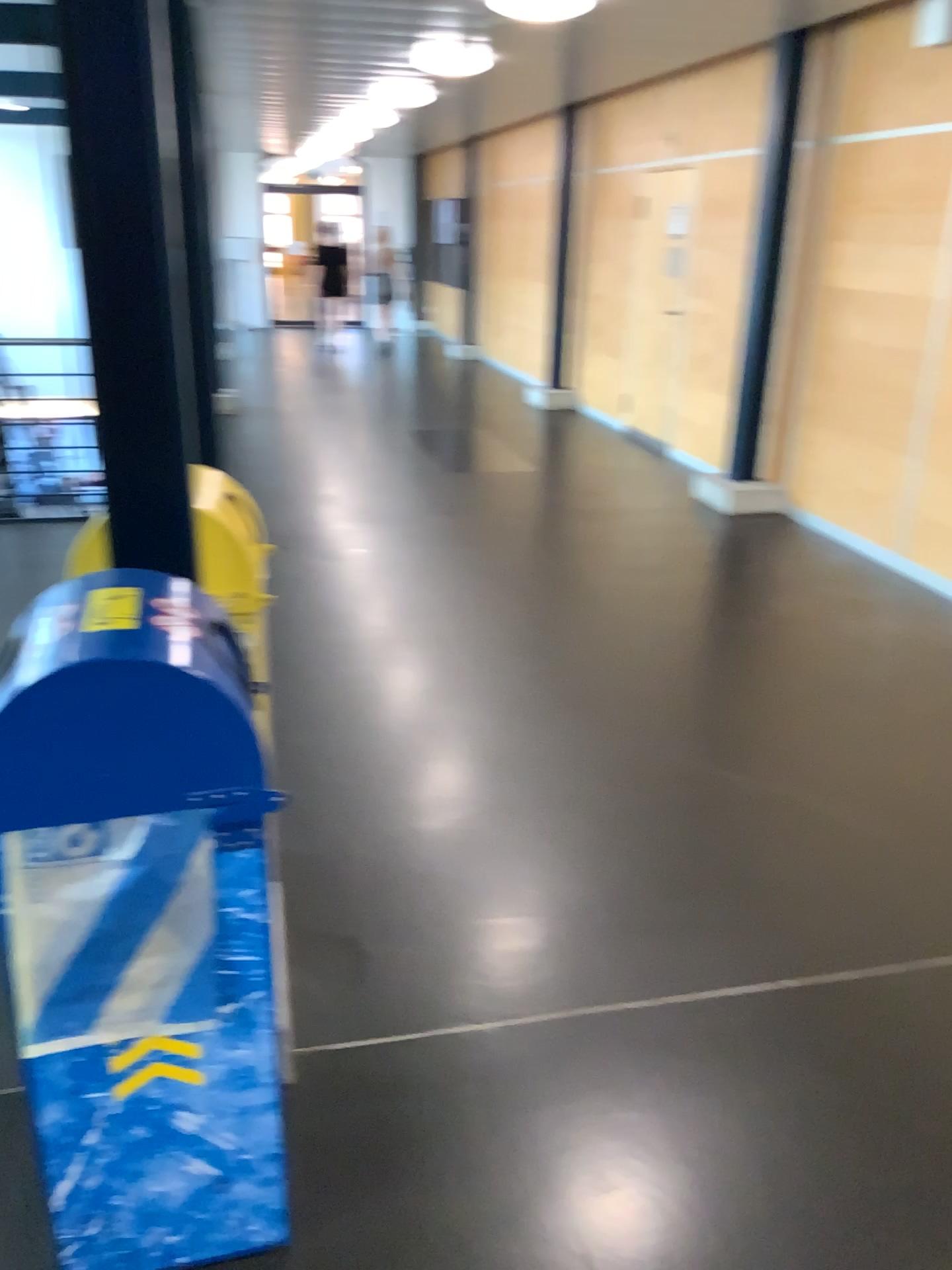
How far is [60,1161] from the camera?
1.6 meters

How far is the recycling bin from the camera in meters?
1.4 m

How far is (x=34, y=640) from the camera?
1.35m
